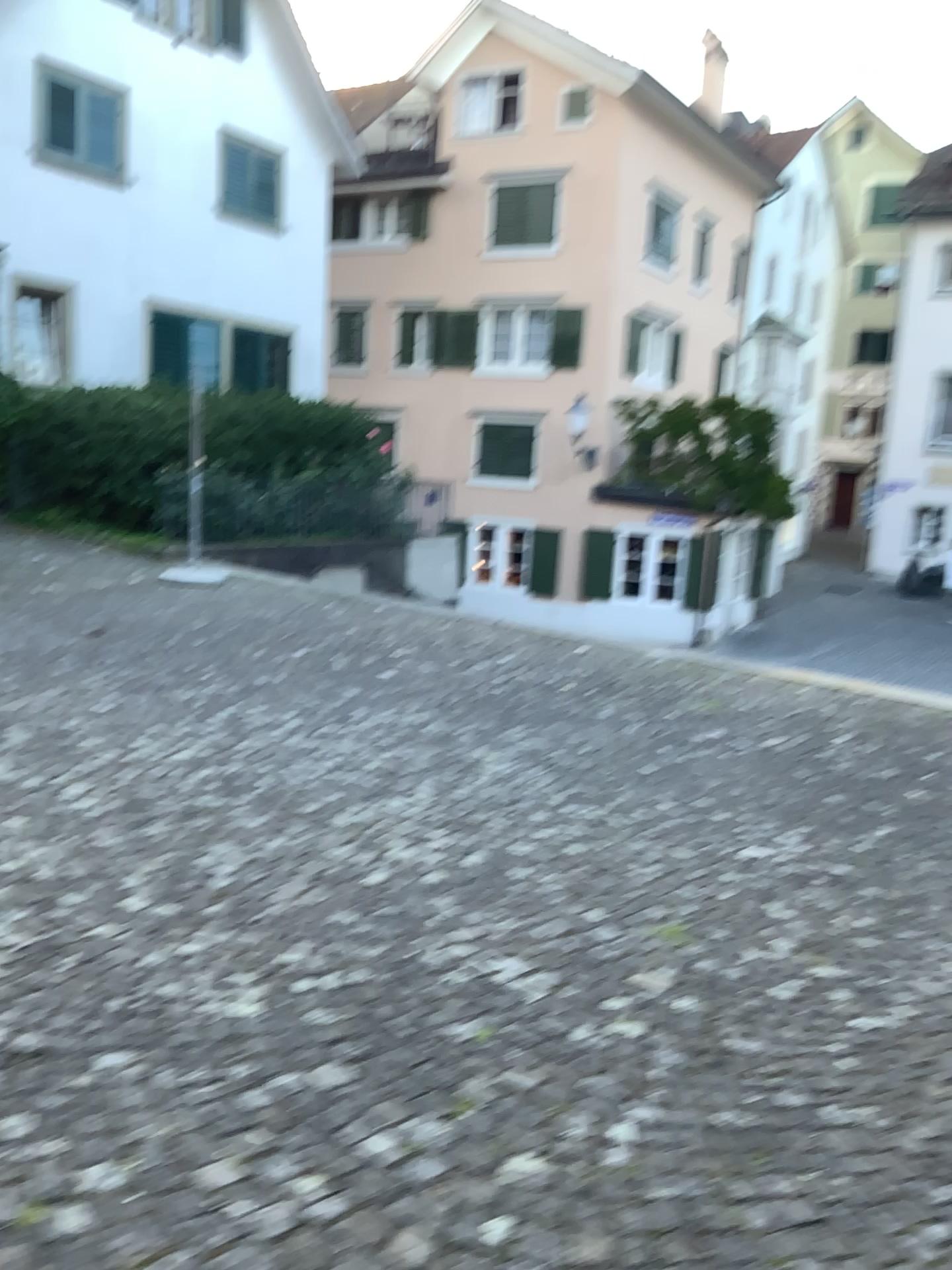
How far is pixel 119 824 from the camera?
3.8 meters
